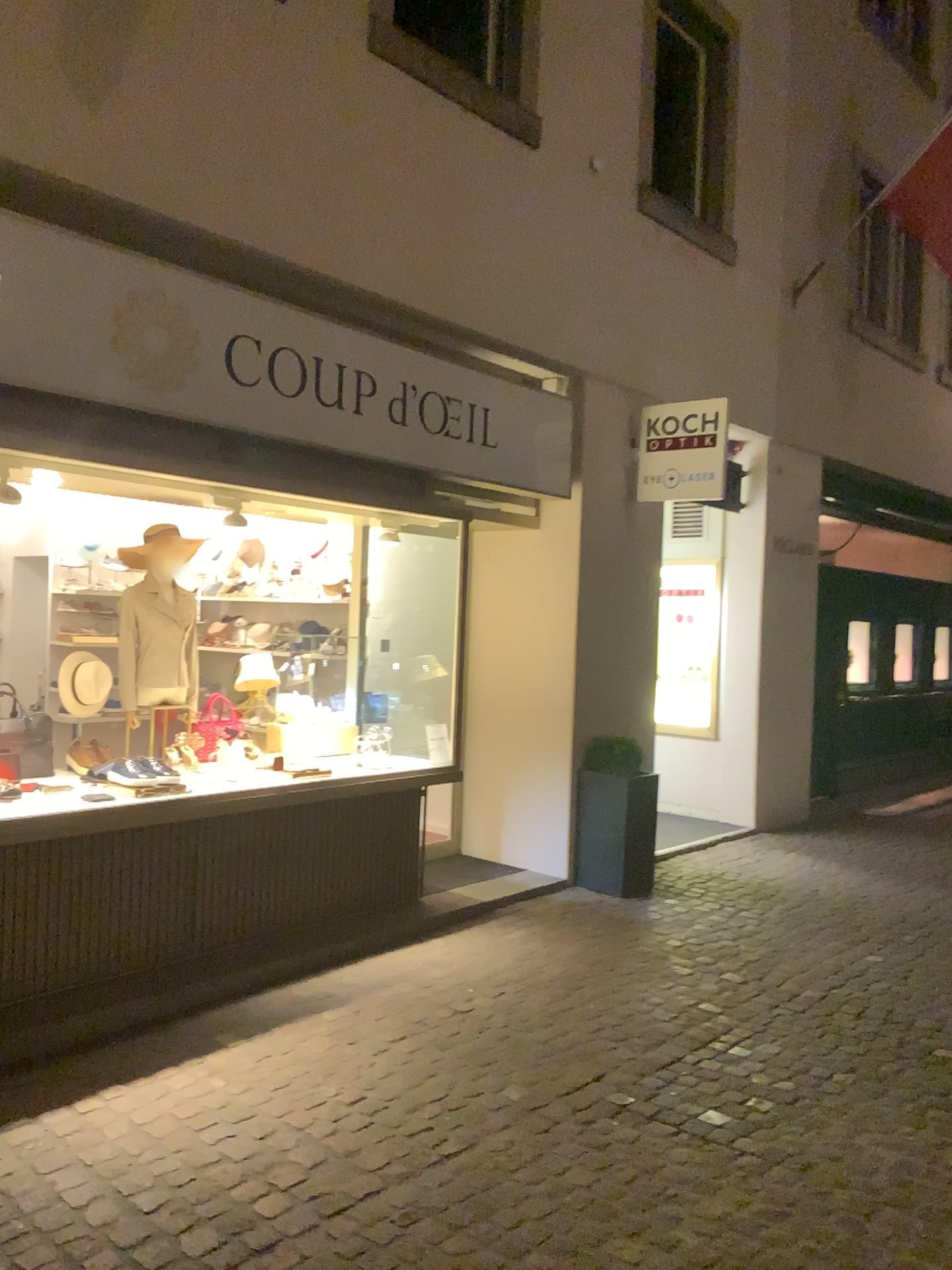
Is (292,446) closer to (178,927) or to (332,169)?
(332,169)
